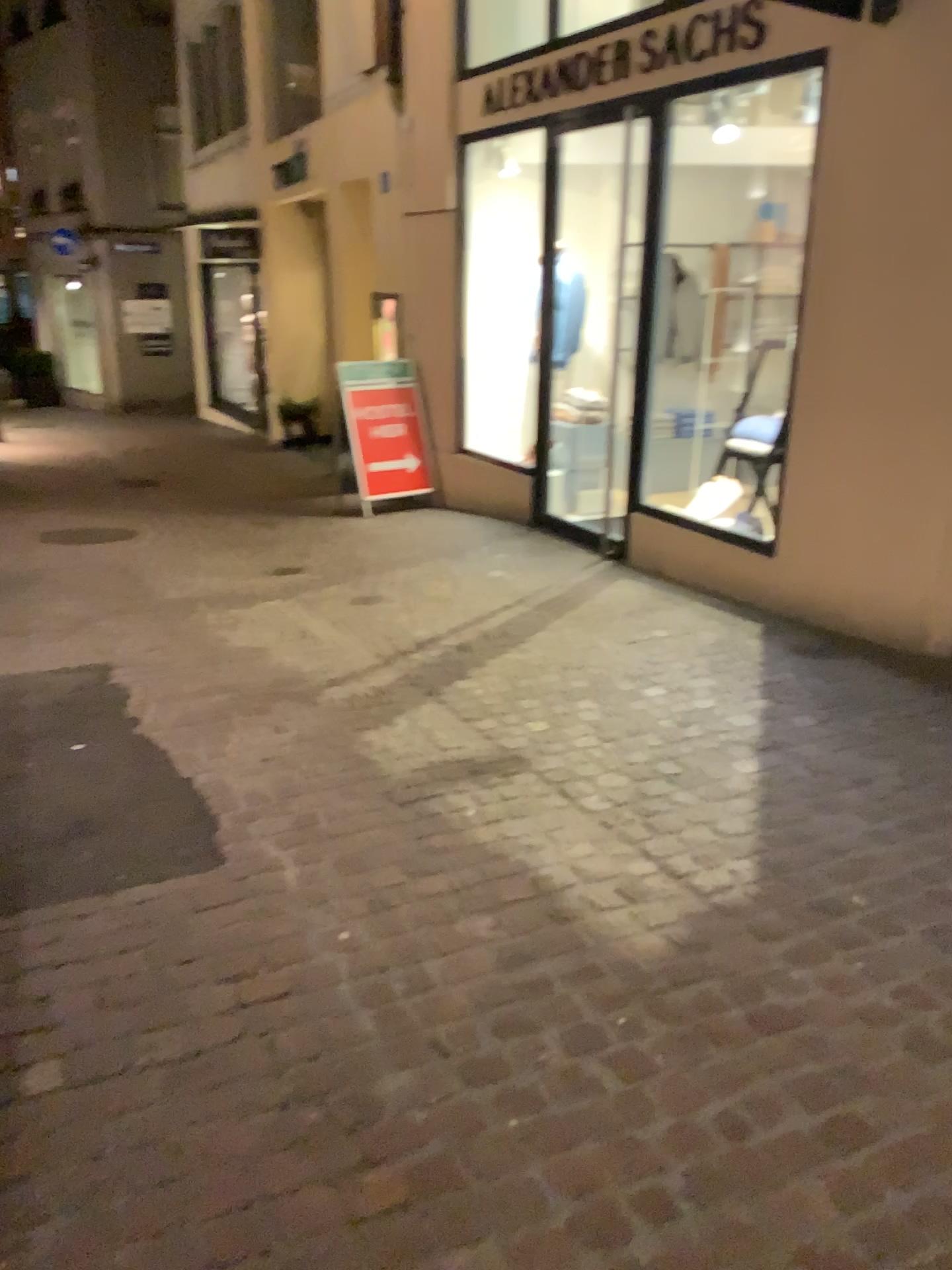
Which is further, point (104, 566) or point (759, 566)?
point (104, 566)
